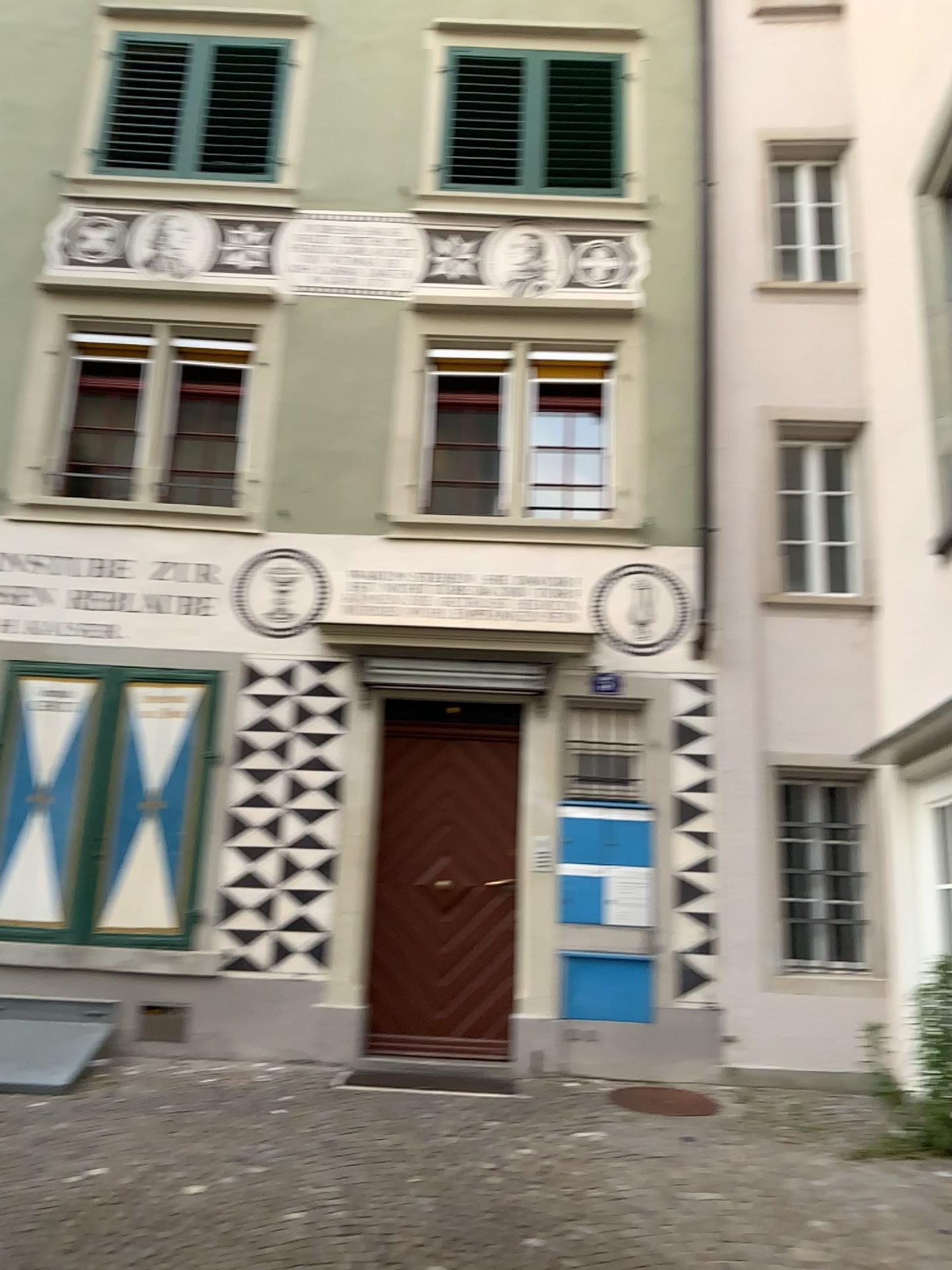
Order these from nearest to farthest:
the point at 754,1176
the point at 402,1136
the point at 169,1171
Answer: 1. the point at 169,1171
2. the point at 754,1176
3. the point at 402,1136
